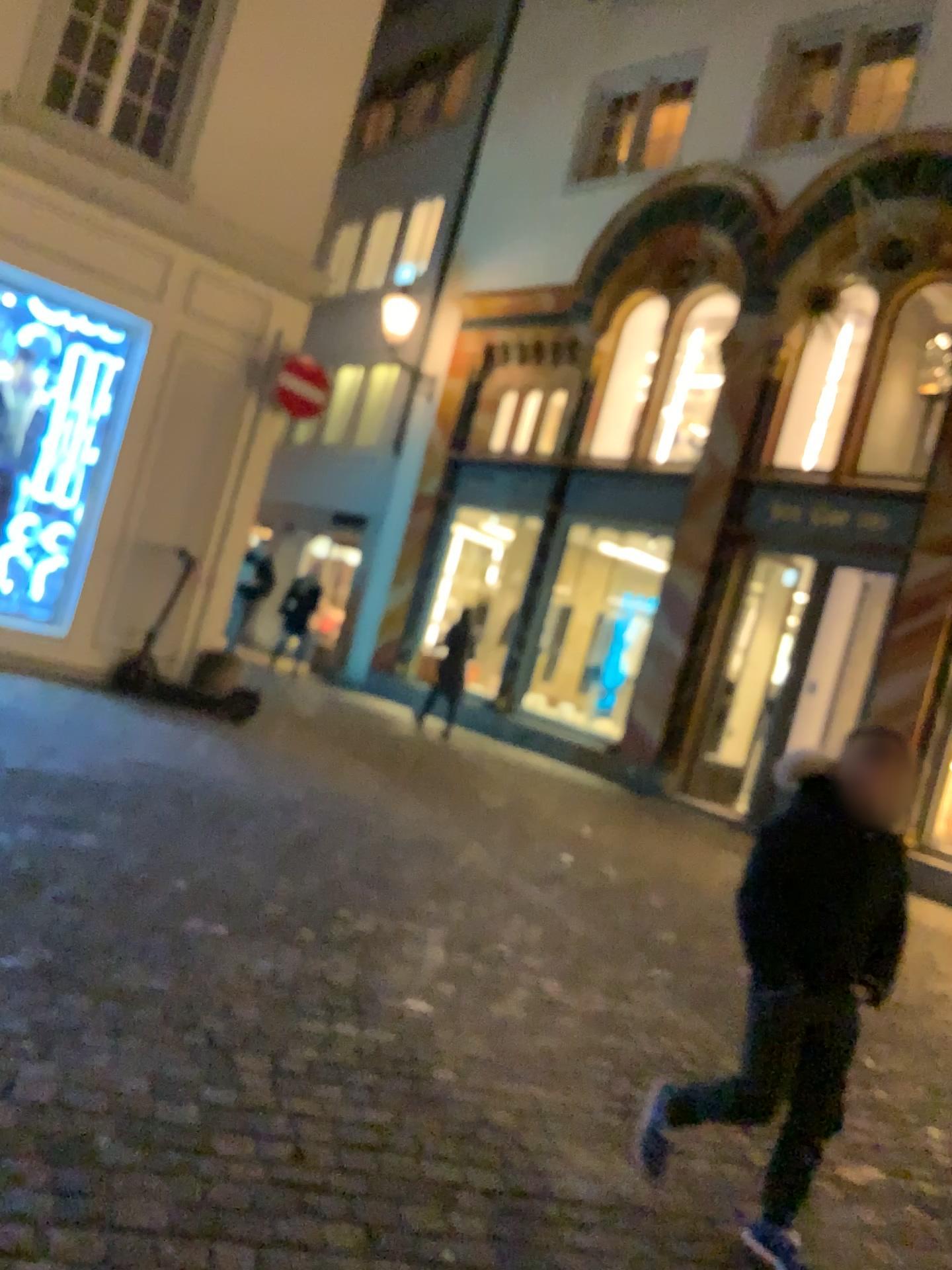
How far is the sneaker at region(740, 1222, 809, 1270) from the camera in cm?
261

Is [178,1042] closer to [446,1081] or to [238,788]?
[446,1081]

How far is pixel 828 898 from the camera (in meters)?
2.56

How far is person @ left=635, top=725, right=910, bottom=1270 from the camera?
2.6m

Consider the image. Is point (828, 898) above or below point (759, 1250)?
above

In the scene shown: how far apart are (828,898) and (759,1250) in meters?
0.9 m
